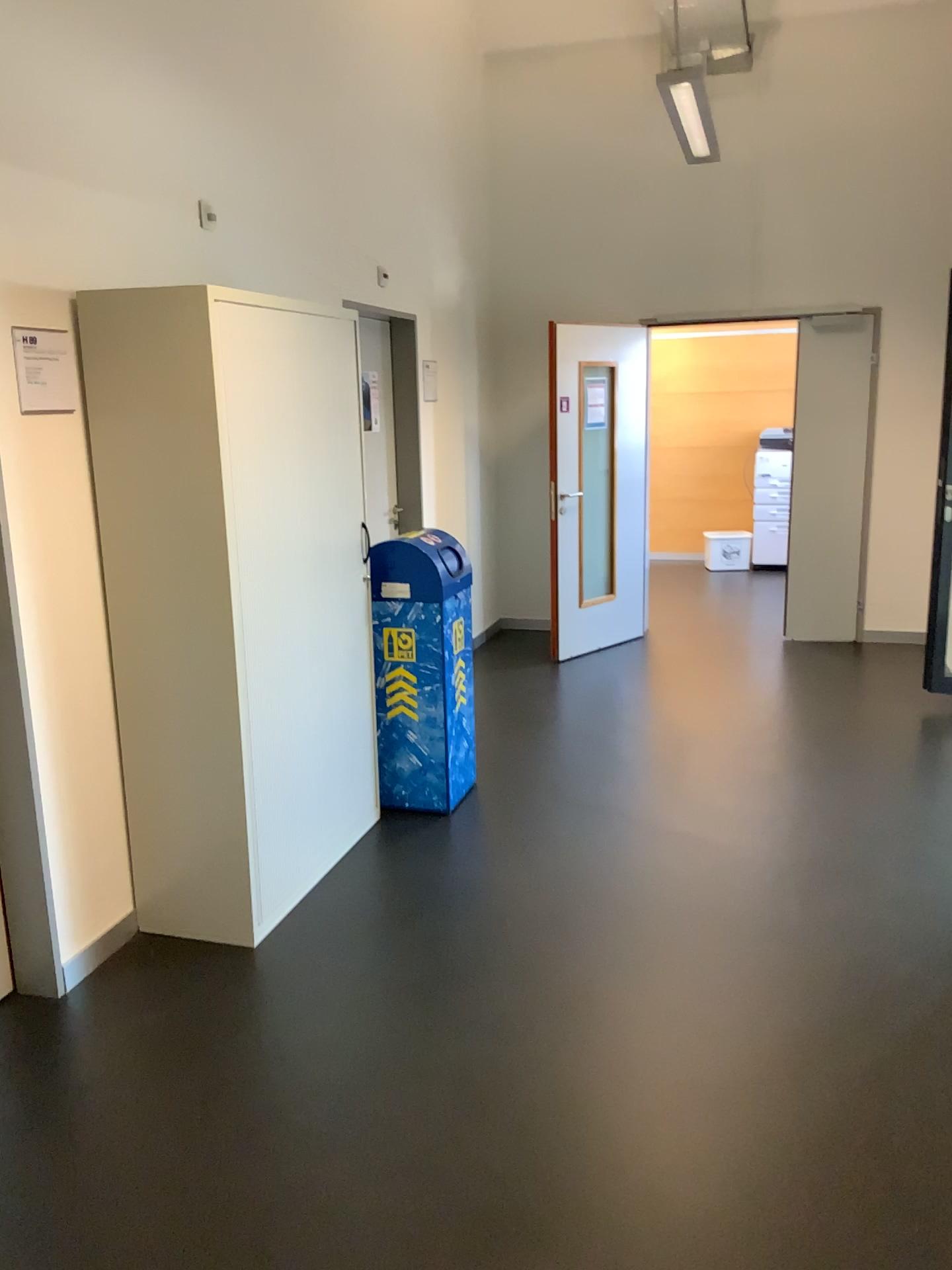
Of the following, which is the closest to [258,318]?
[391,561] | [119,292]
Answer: [119,292]

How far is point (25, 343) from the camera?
2.7m

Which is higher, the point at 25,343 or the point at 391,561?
the point at 25,343

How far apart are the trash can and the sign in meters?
1.4

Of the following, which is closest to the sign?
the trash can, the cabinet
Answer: A: the cabinet

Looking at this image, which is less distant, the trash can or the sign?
the sign

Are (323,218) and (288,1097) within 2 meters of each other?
no

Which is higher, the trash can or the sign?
the sign

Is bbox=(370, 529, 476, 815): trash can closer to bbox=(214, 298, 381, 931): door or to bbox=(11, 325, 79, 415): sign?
bbox=(214, 298, 381, 931): door

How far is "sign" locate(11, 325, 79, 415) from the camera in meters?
2.7
